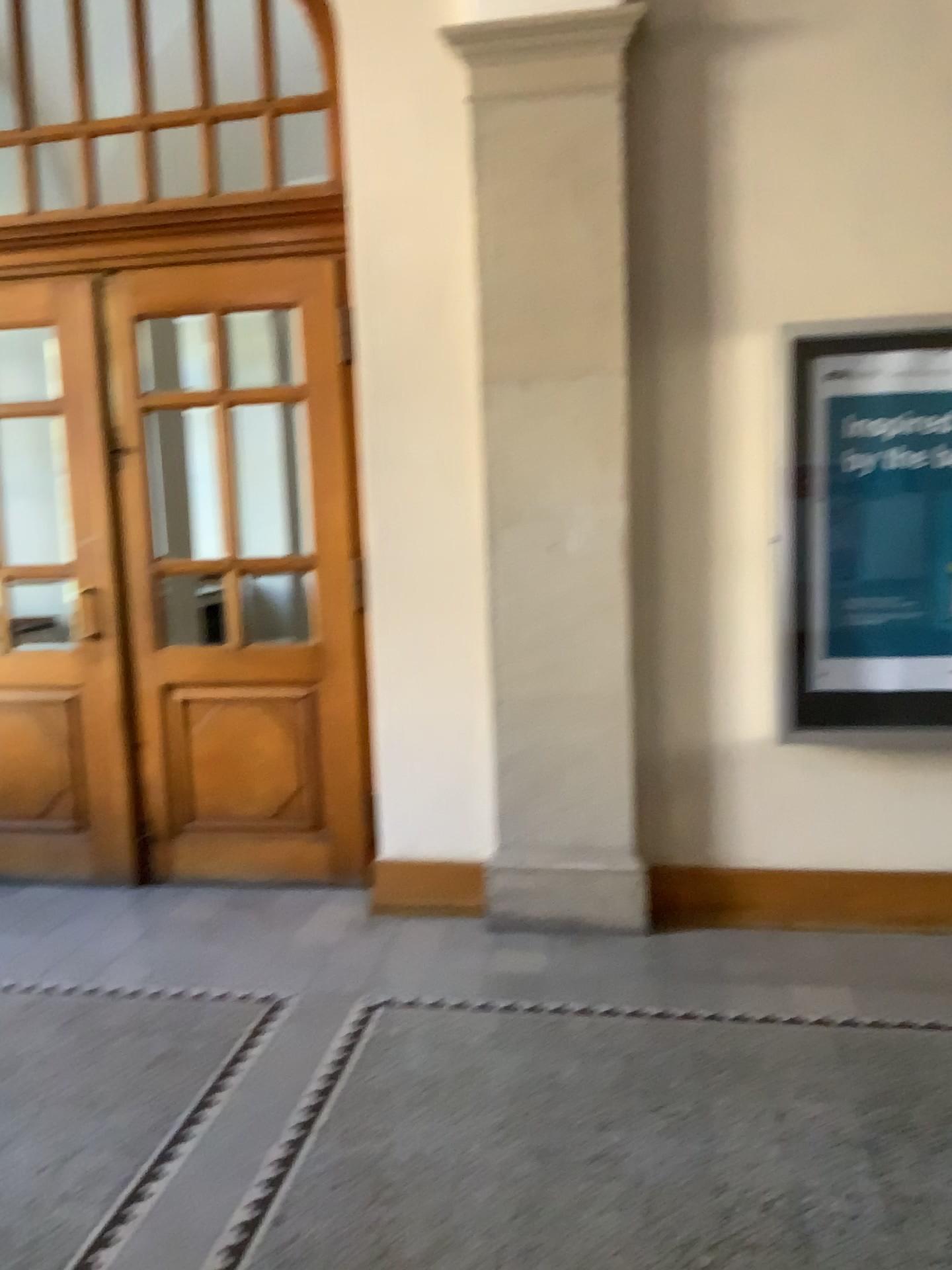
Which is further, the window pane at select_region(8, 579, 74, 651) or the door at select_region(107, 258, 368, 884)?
the window pane at select_region(8, 579, 74, 651)

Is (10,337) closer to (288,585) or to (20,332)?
(20,332)

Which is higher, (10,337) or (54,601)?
(10,337)

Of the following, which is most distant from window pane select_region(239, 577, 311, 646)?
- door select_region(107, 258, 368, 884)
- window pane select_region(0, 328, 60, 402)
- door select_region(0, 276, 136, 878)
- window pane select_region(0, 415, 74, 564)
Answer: window pane select_region(0, 328, 60, 402)

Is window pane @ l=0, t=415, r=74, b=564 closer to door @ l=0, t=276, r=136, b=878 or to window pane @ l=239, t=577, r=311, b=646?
door @ l=0, t=276, r=136, b=878

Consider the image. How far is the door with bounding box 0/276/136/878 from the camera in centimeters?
447cm

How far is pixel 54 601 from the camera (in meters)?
4.64

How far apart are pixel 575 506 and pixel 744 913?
1.7 meters

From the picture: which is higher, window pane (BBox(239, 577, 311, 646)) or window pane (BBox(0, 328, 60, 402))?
window pane (BBox(0, 328, 60, 402))

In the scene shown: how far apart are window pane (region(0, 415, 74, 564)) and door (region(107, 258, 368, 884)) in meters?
0.3
